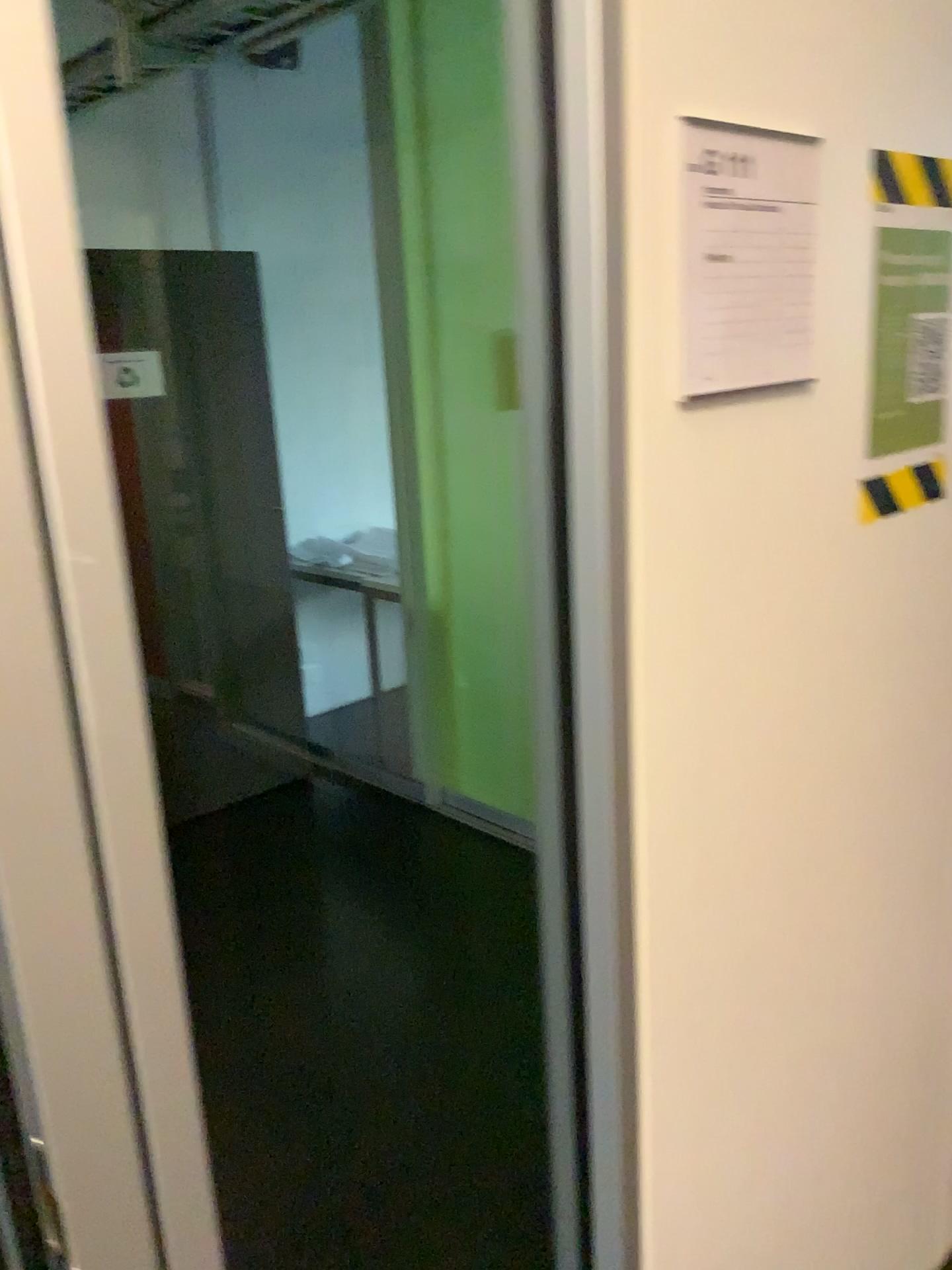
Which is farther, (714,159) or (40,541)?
(714,159)

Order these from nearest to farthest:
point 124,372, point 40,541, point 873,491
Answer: point 40,541, point 873,491, point 124,372

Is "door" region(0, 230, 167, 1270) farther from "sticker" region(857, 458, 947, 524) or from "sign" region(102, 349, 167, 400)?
"sign" region(102, 349, 167, 400)

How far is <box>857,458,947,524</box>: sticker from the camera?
1.1 meters

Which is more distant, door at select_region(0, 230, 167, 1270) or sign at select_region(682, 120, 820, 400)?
sign at select_region(682, 120, 820, 400)

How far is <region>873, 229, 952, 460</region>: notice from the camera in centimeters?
110cm

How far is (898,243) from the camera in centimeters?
110cm

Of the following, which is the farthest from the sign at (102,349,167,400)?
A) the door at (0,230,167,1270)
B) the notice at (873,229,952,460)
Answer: the door at (0,230,167,1270)

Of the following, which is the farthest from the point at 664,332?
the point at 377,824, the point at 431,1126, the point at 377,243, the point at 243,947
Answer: the point at 377,824

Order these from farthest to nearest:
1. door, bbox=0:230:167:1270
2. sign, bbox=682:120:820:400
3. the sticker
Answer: the sticker → sign, bbox=682:120:820:400 → door, bbox=0:230:167:1270
